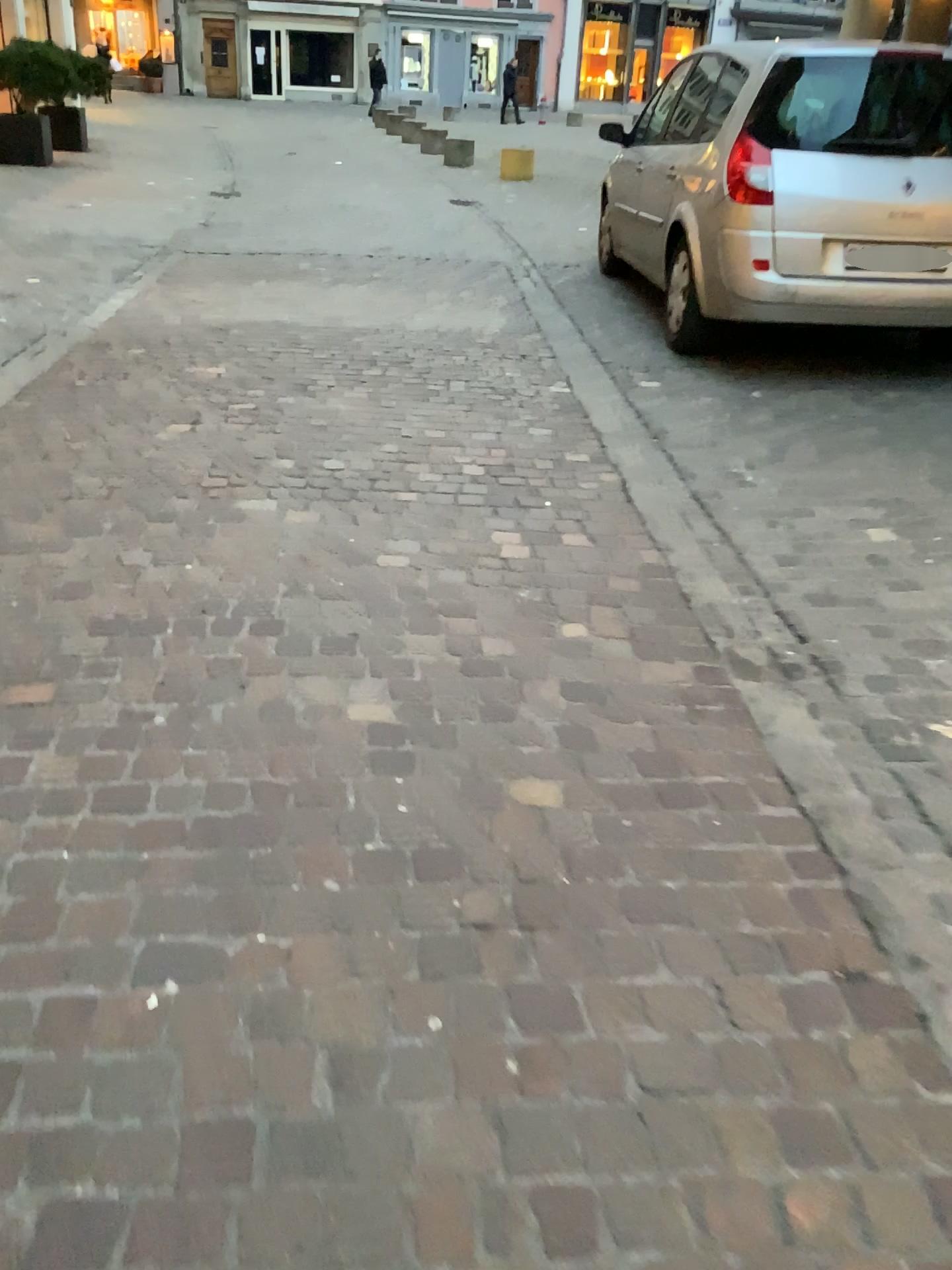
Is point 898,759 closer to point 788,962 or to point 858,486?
point 788,962
